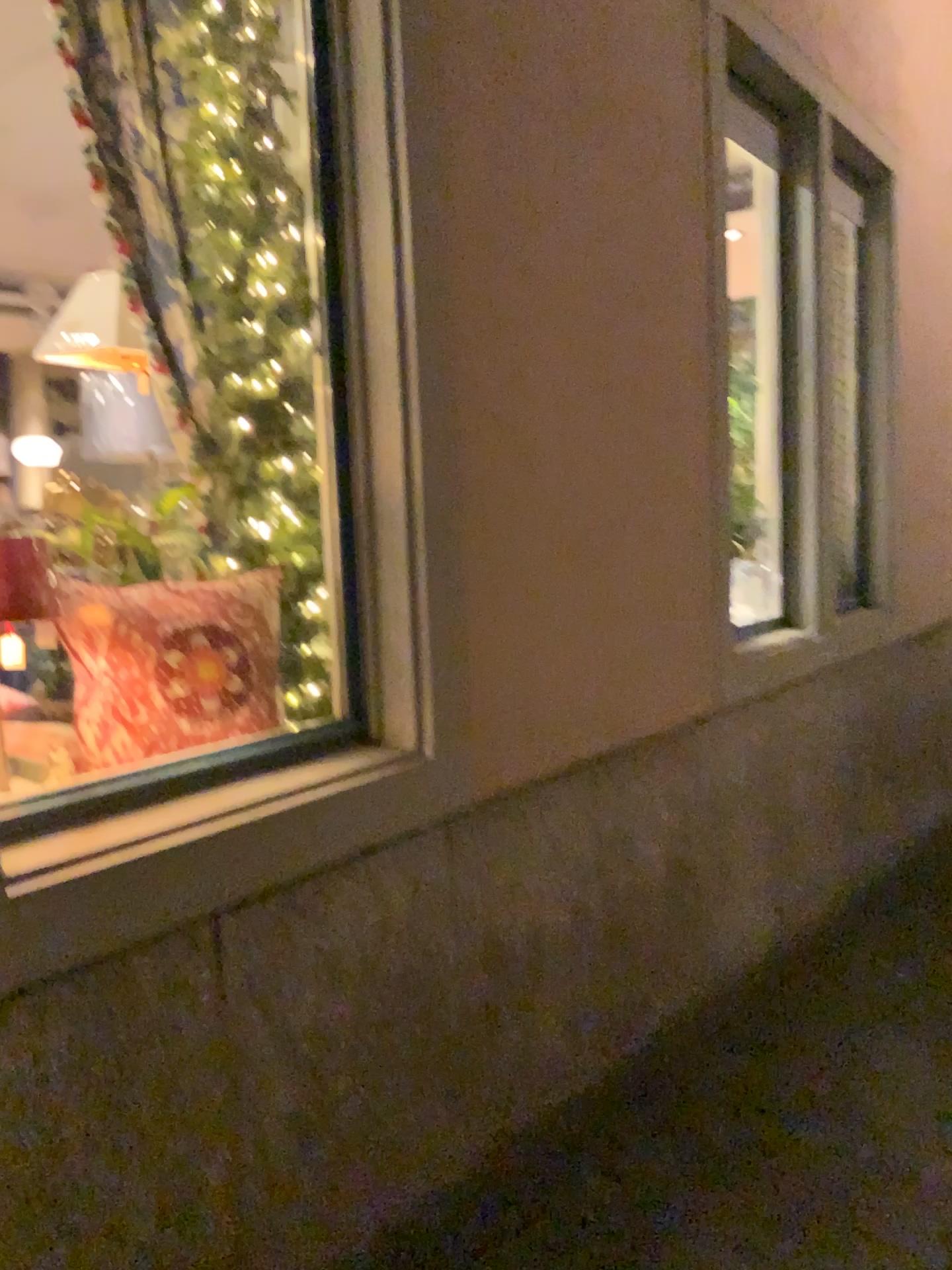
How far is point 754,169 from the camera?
4.0m

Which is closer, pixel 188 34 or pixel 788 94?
pixel 188 34

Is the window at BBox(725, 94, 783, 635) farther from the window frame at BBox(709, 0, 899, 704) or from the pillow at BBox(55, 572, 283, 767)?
the pillow at BBox(55, 572, 283, 767)

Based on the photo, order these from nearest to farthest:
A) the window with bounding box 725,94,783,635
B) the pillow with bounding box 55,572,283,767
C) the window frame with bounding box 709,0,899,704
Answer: the pillow with bounding box 55,572,283,767 < the window frame with bounding box 709,0,899,704 < the window with bounding box 725,94,783,635

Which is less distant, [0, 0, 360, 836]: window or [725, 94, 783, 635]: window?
[0, 0, 360, 836]: window

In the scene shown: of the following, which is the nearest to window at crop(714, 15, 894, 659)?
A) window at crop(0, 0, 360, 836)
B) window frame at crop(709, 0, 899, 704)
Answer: window frame at crop(709, 0, 899, 704)

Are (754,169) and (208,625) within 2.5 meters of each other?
no

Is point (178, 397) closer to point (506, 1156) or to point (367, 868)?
point (367, 868)

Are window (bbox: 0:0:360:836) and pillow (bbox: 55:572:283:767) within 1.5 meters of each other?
yes

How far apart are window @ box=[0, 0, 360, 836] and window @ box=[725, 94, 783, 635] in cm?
215
